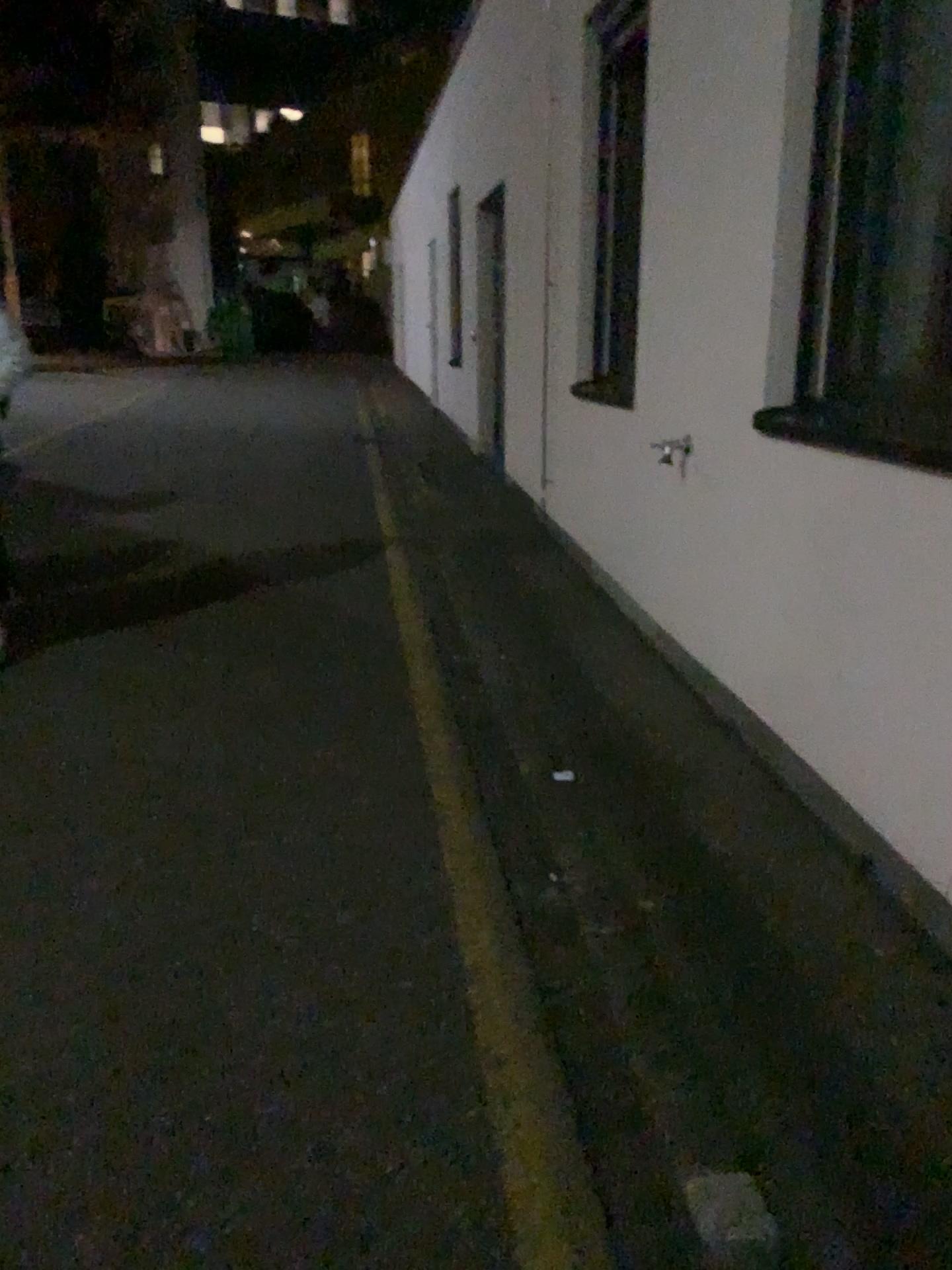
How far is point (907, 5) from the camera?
2.9m

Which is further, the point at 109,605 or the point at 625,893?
the point at 109,605

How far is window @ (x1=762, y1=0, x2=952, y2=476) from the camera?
2.9m
